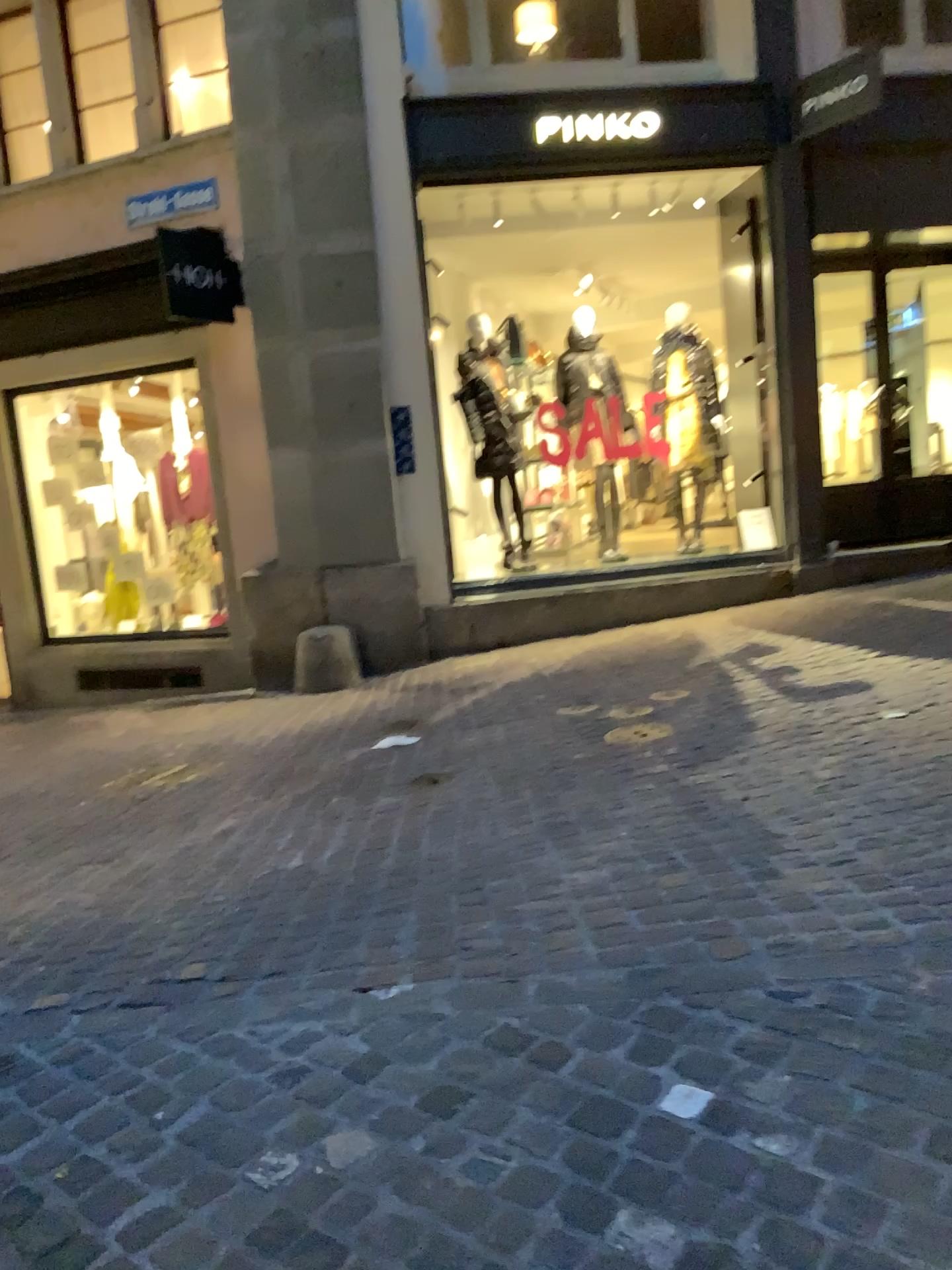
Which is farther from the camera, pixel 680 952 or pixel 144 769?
pixel 144 769
